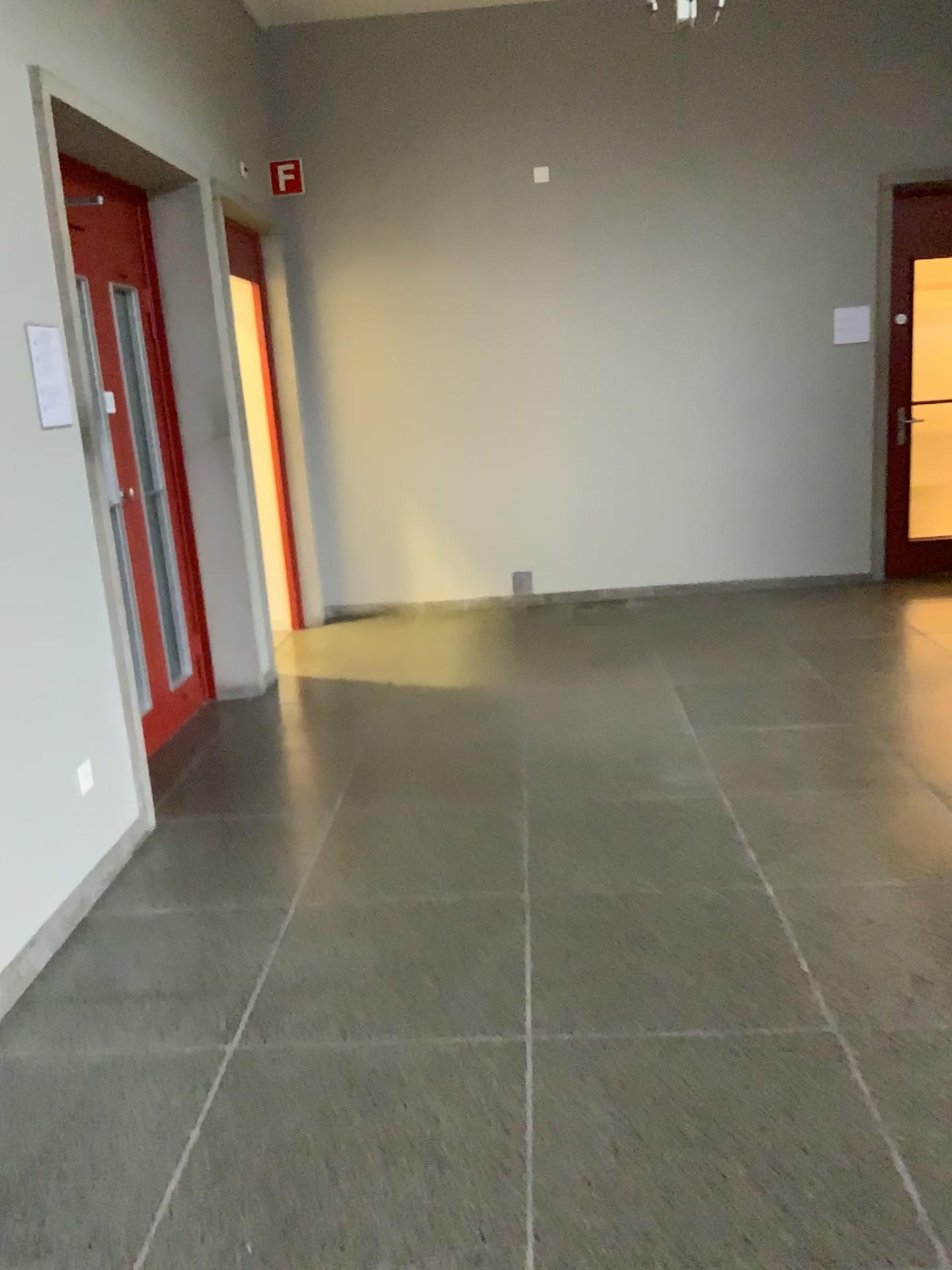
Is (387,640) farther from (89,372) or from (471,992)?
(471,992)

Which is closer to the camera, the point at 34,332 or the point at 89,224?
the point at 34,332

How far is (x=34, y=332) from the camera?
3.1 meters

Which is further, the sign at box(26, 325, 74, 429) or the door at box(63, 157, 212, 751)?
the door at box(63, 157, 212, 751)

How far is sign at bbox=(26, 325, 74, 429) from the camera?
3.1m

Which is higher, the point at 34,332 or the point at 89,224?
the point at 89,224
